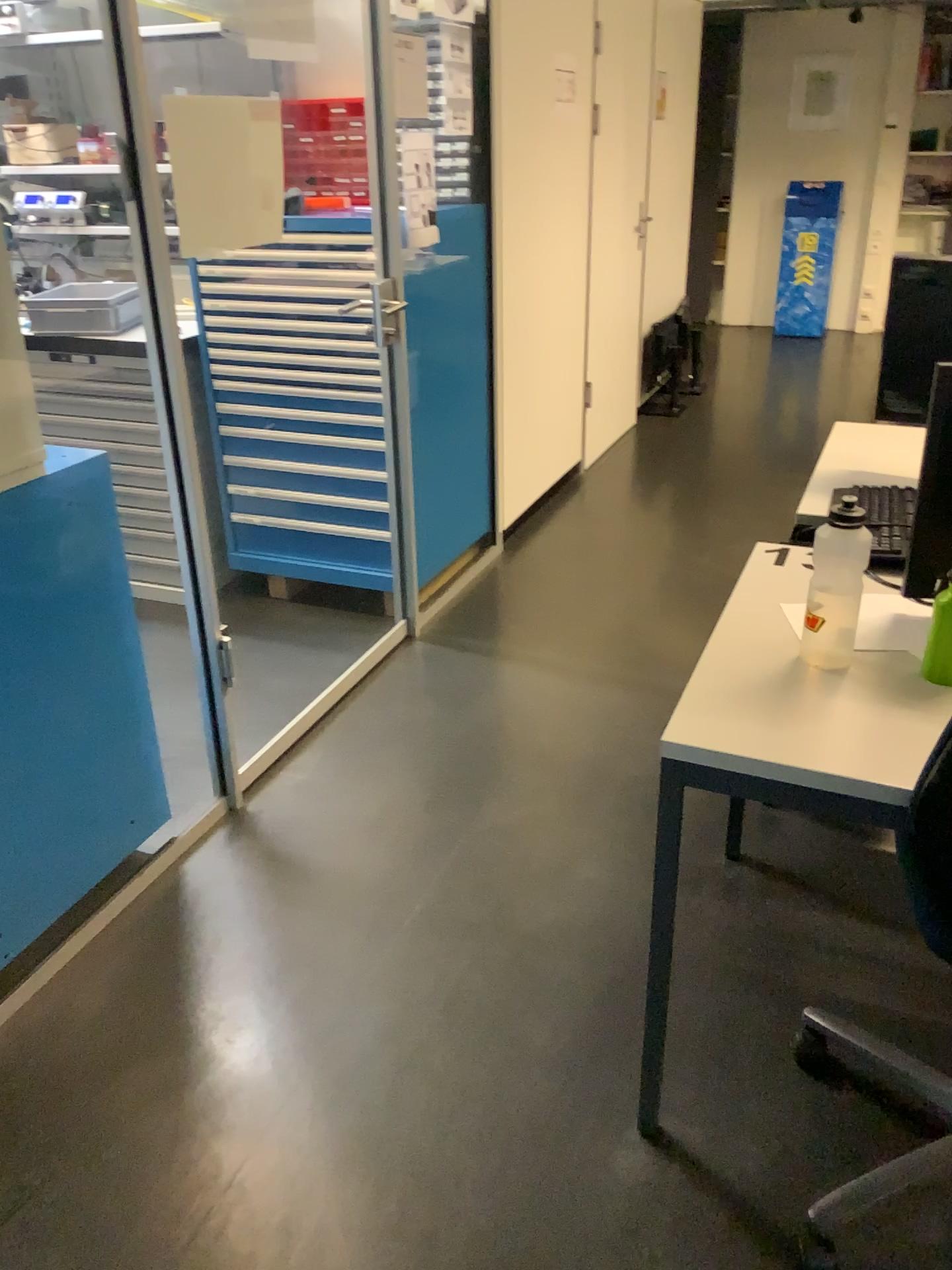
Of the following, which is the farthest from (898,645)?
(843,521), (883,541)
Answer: (883,541)

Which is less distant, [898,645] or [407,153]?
[898,645]

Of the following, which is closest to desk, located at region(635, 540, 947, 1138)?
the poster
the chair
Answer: the chair

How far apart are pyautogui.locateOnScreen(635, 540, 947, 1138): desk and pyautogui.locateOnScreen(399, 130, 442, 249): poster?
1.8m

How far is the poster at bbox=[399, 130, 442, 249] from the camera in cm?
292

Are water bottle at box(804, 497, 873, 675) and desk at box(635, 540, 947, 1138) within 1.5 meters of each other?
yes

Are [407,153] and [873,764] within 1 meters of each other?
no

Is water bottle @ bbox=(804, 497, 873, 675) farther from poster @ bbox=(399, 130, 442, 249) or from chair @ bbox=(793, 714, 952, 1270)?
poster @ bbox=(399, 130, 442, 249)

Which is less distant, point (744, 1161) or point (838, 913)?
point (744, 1161)

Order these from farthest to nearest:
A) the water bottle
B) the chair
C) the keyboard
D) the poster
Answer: the poster
the keyboard
the water bottle
the chair
